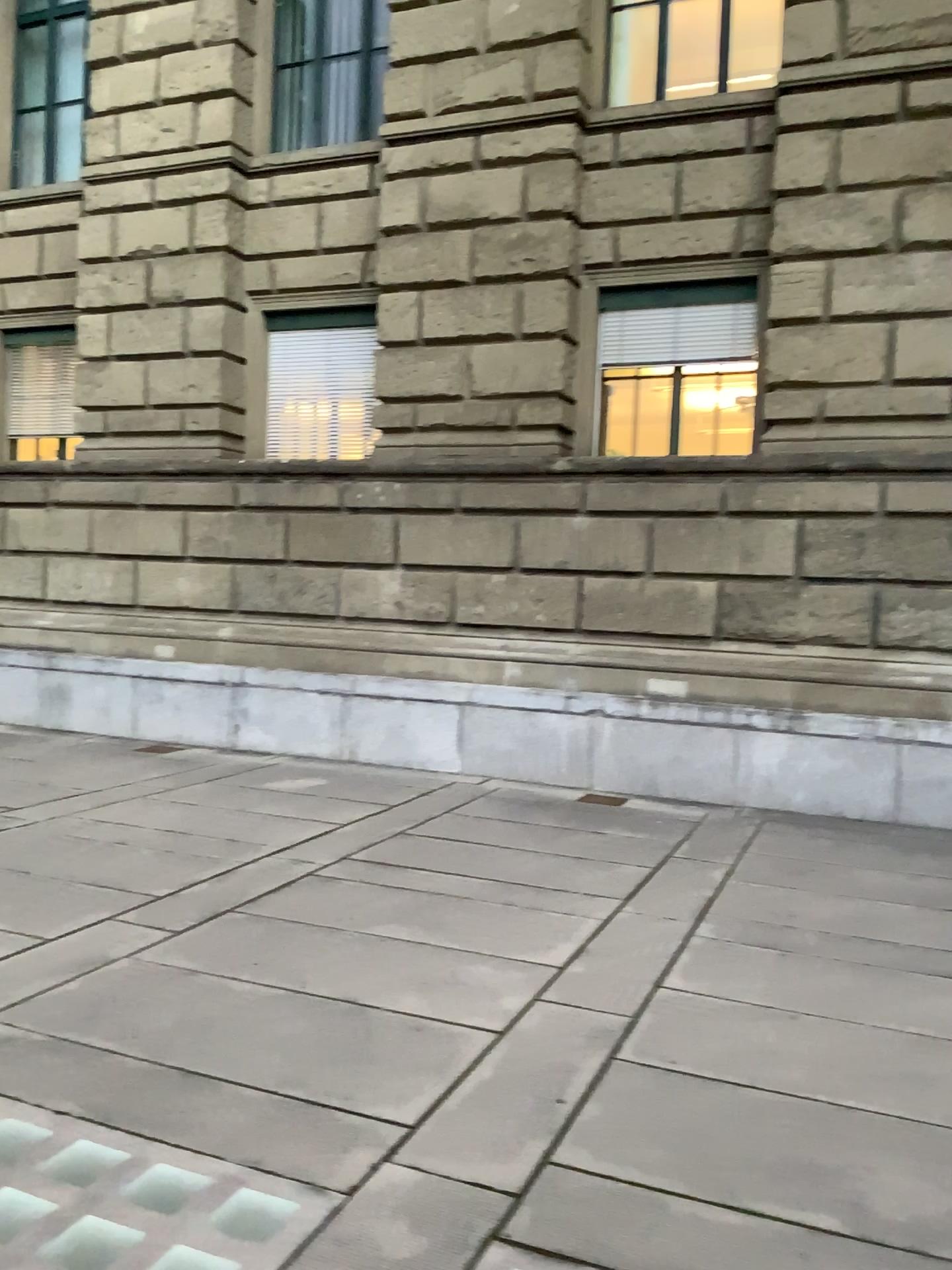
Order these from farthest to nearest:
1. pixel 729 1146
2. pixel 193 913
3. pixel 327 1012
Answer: pixel 193 913 < pixel 327 1012 < pixel 729 1146
